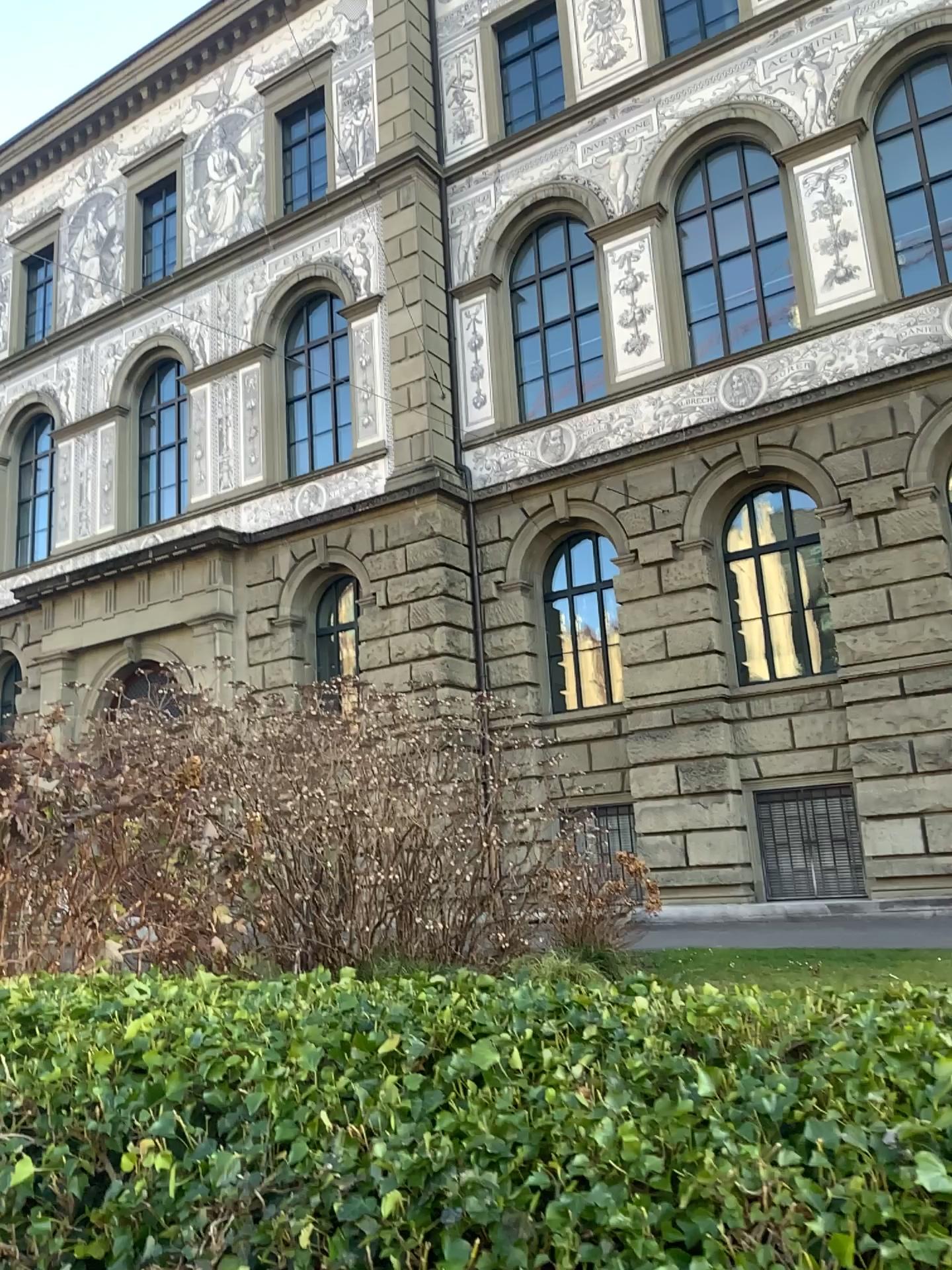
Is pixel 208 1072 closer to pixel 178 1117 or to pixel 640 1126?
pixel 178 1117
